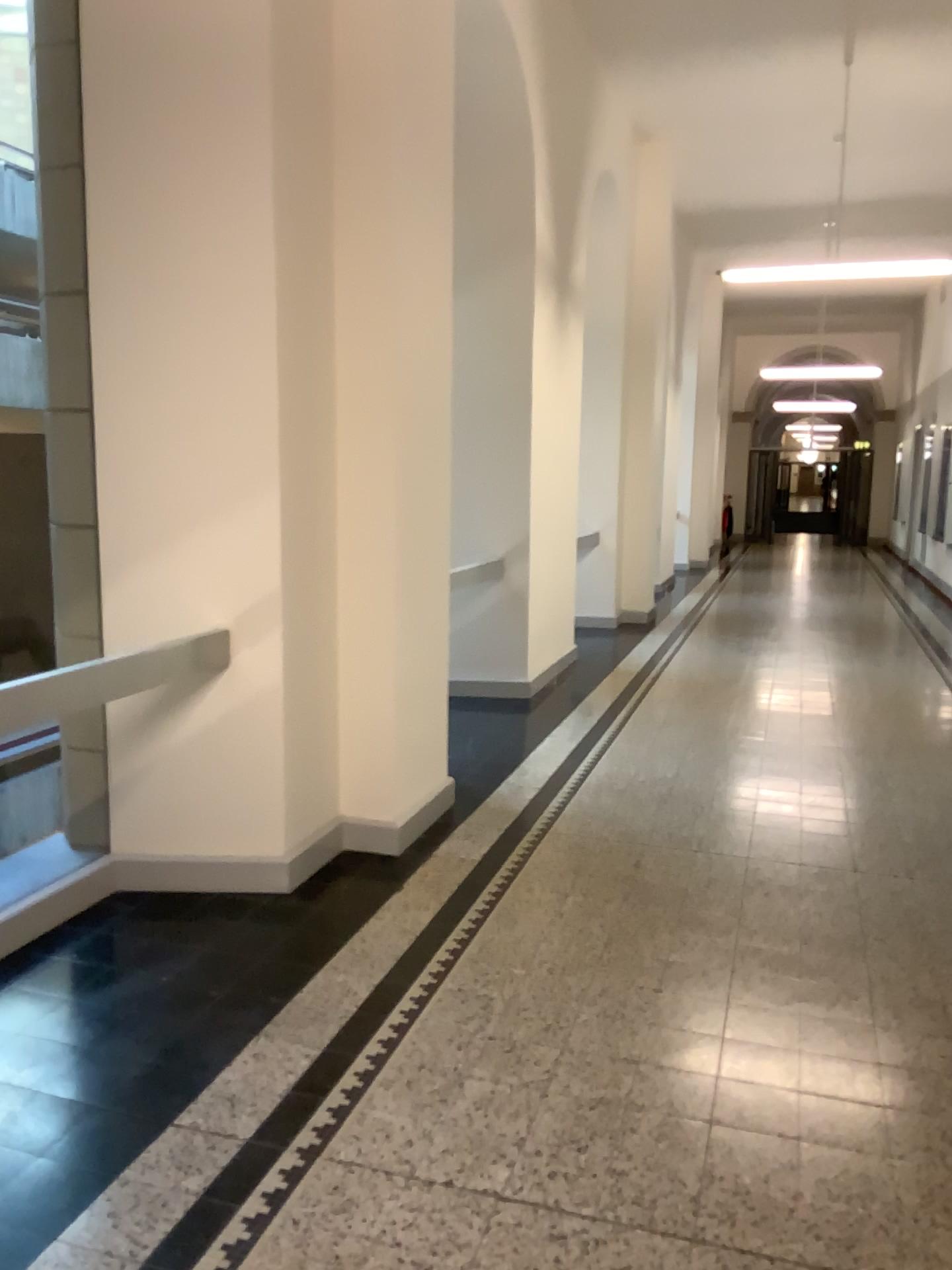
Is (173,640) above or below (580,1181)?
above
